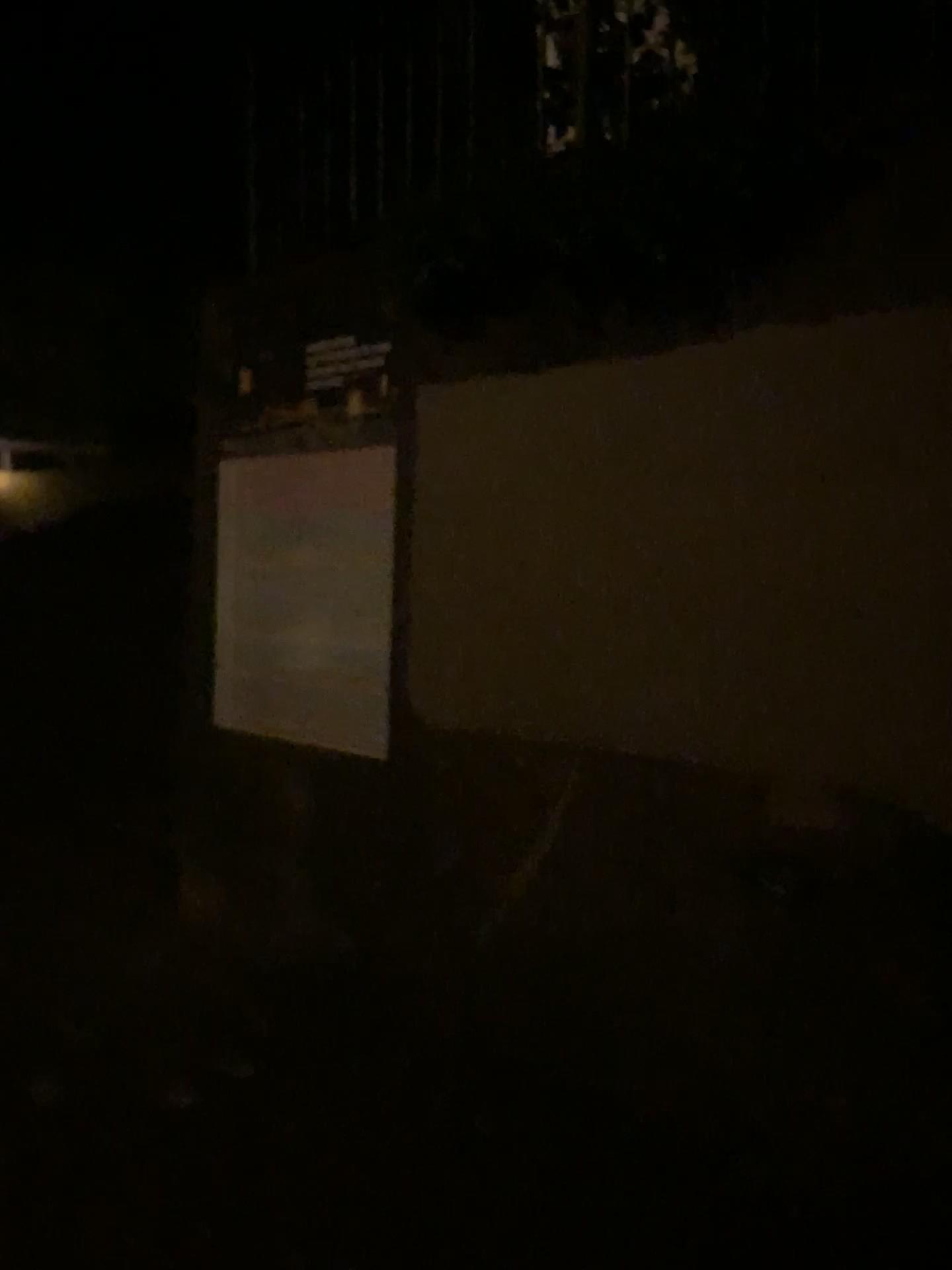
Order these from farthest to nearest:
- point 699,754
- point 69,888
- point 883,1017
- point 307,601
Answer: point 69,888 < point 307,601 < point 699,754 < point 883,1017
